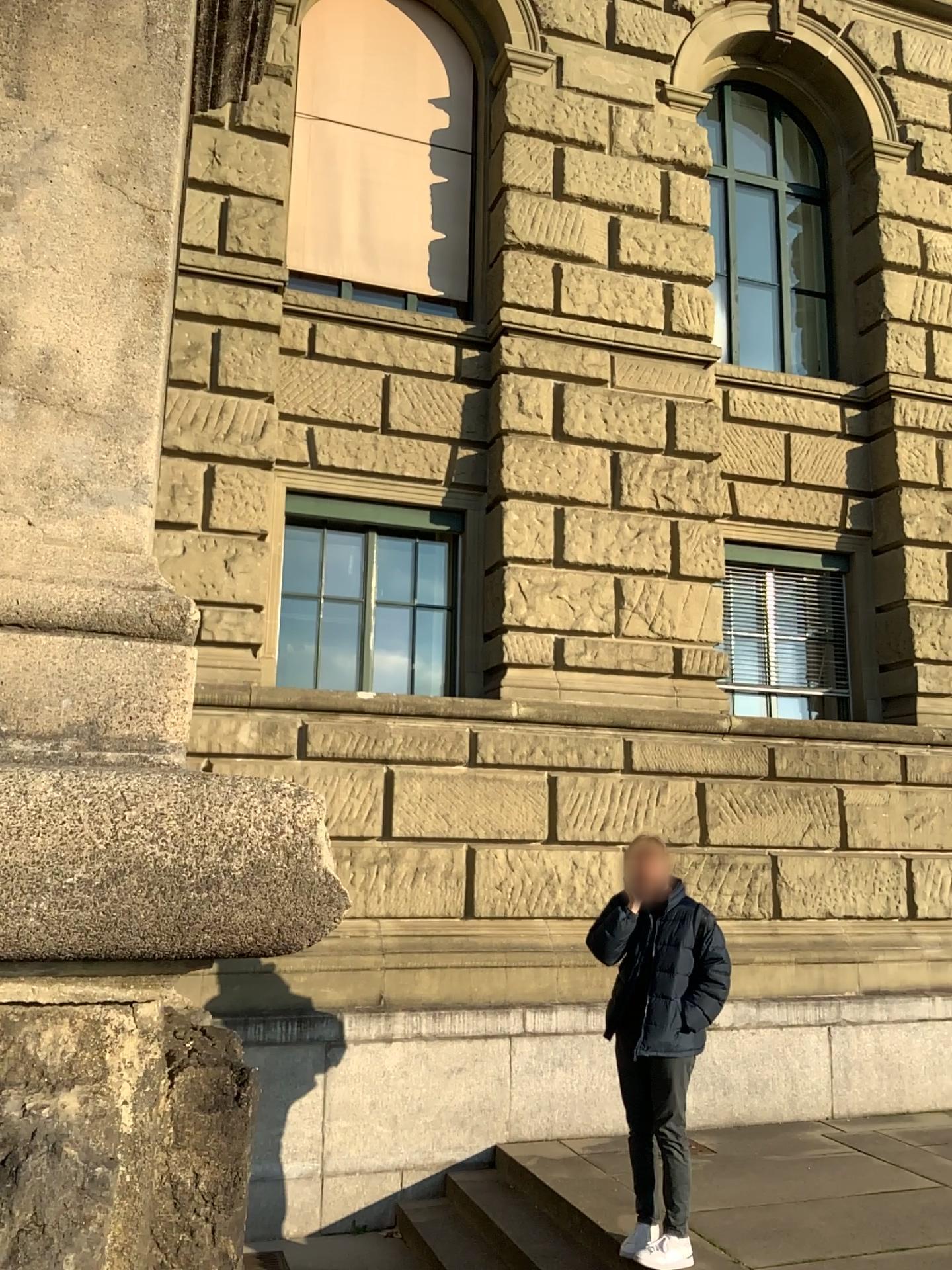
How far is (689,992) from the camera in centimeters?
Result: 477cm

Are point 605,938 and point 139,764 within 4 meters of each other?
no

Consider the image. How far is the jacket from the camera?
4.77m
